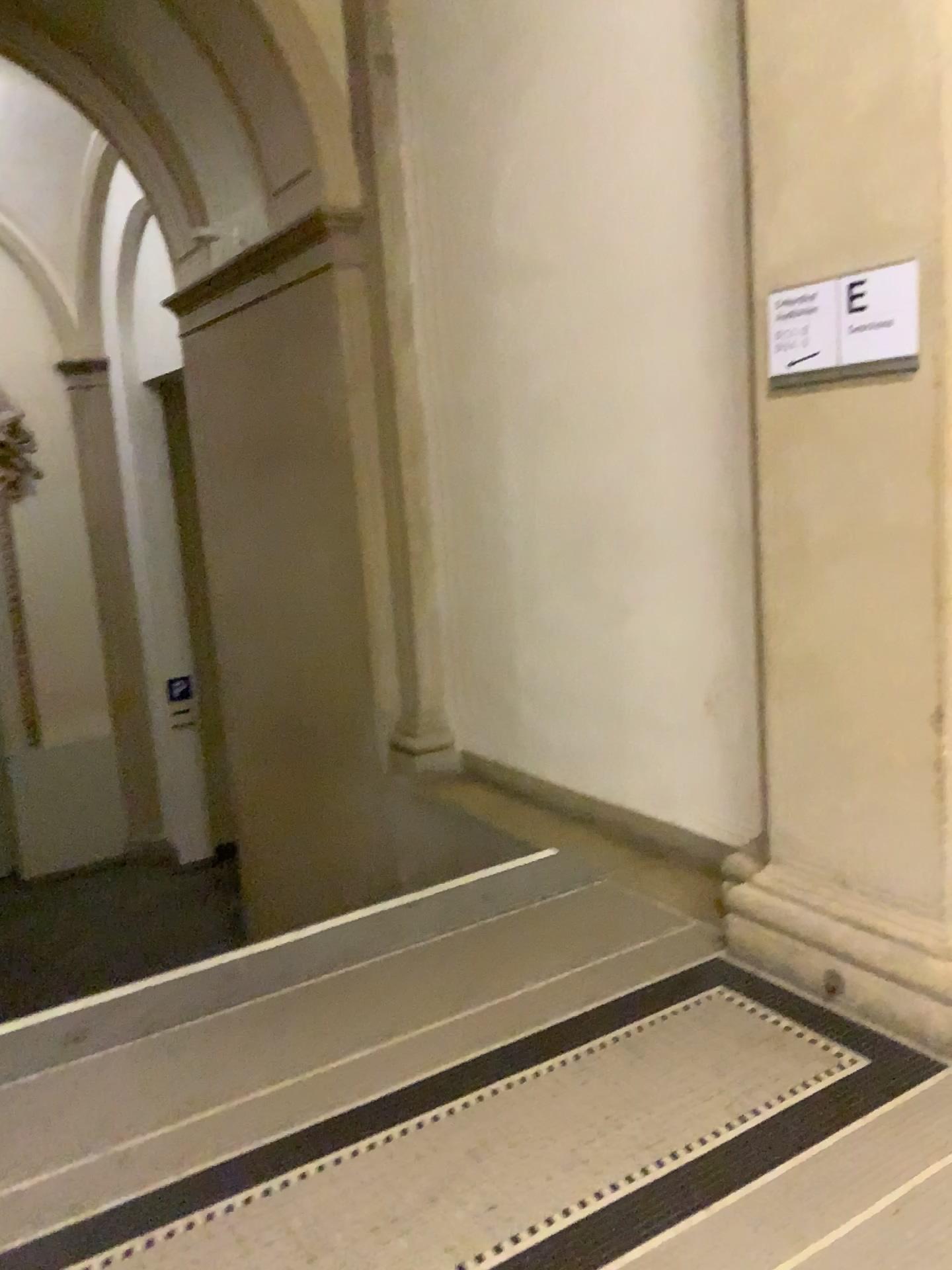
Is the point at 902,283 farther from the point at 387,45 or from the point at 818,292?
the point at 387,45

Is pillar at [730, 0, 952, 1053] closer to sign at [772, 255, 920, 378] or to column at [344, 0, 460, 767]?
sign at [772, 255, 920, 378]

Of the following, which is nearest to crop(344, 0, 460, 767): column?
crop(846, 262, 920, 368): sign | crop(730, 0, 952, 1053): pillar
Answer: crop(730, 0, 952, 1053): pillar

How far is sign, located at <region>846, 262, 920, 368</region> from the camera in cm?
238

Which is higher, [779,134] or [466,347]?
[779,134]

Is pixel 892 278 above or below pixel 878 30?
below

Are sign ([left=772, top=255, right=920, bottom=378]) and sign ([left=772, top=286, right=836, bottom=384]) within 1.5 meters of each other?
yes

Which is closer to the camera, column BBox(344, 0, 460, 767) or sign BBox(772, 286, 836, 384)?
sign BBox(772, 286, 836, 384)

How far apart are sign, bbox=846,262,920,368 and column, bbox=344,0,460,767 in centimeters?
253cm

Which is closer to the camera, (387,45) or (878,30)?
(878,30)
